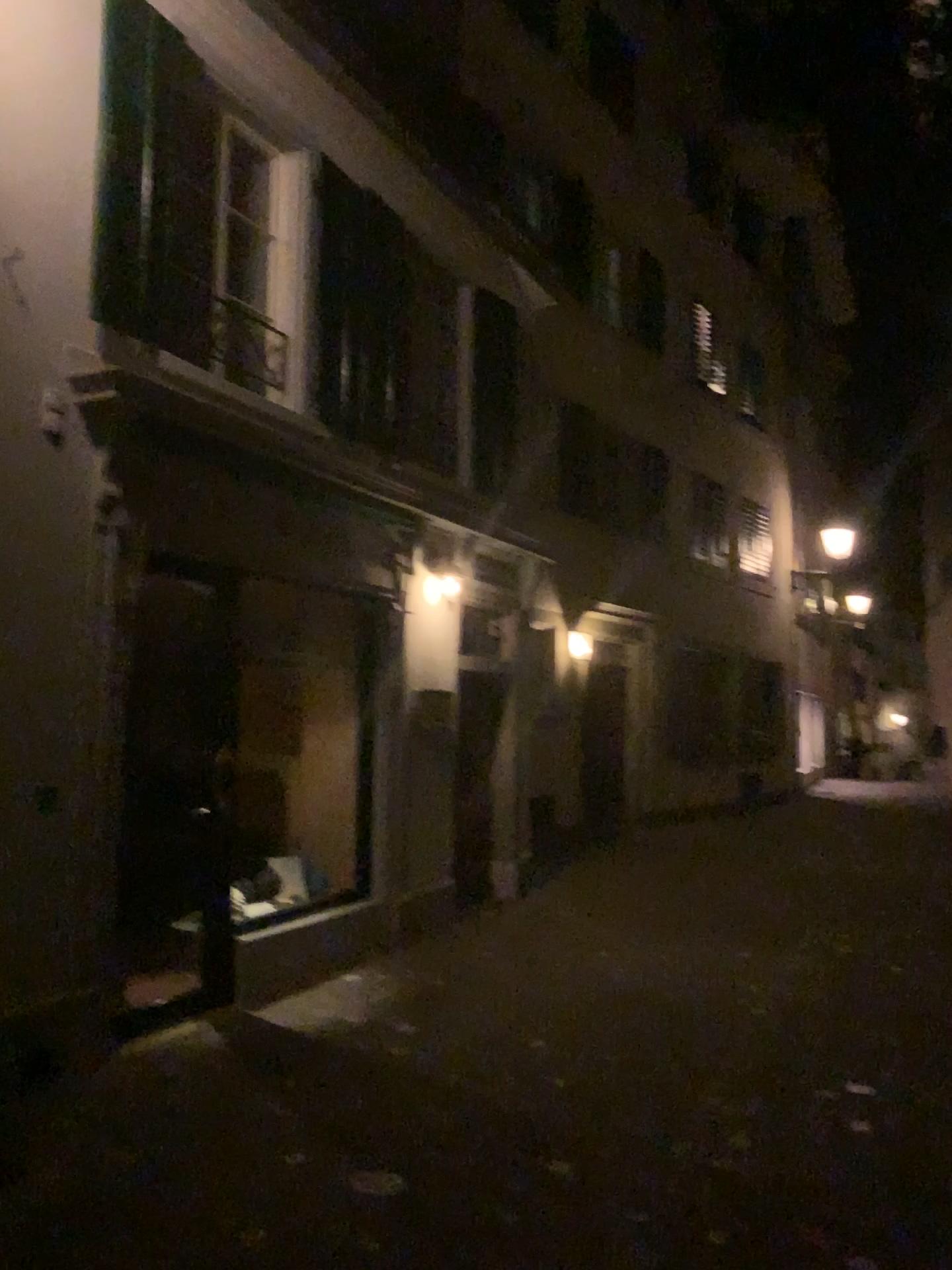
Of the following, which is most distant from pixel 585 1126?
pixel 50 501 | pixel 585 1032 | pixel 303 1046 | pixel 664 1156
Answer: pixel 50 501
